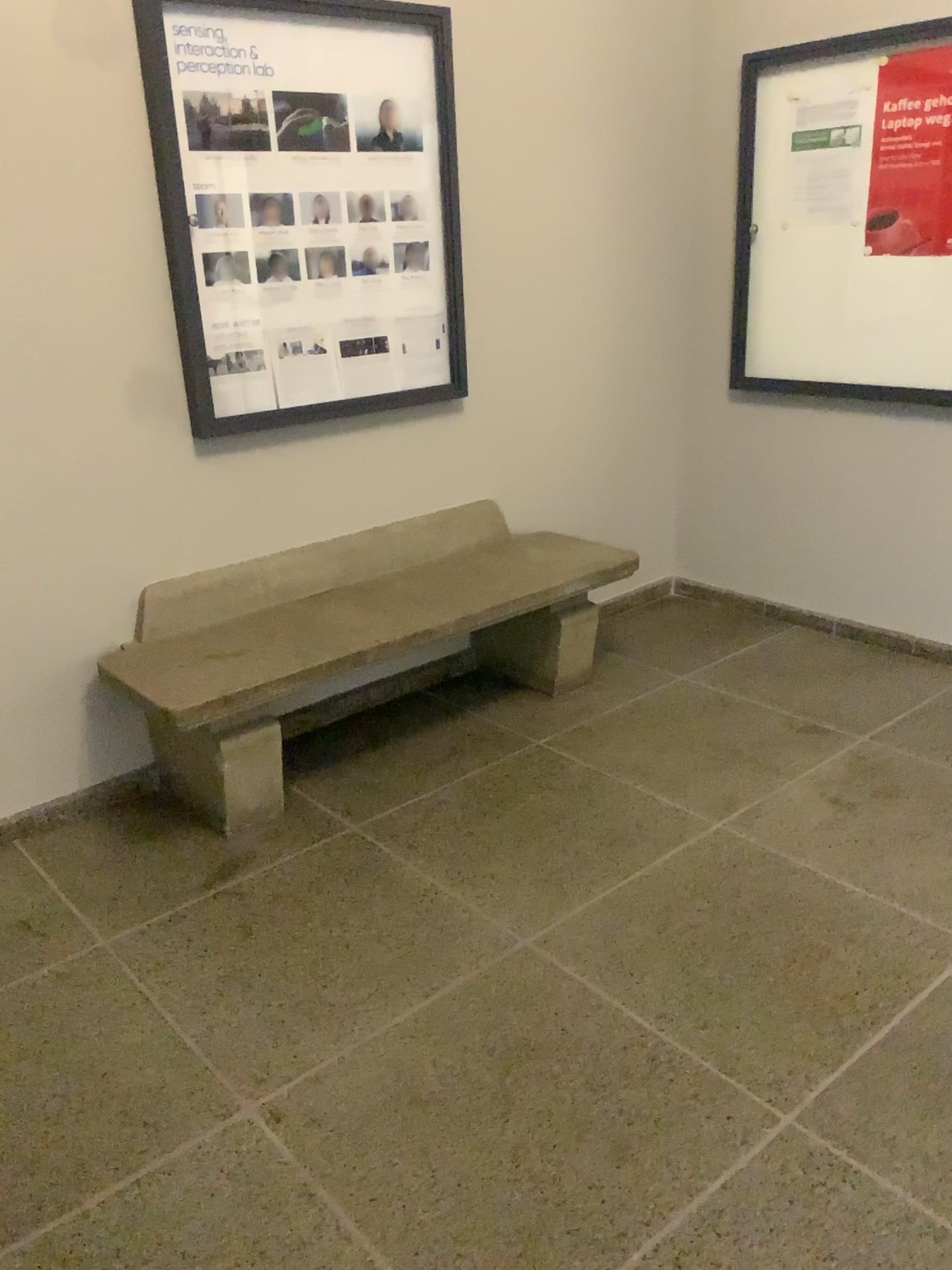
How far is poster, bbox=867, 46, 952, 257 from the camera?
3.2 meters

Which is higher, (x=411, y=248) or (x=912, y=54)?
(x=912, y=54)

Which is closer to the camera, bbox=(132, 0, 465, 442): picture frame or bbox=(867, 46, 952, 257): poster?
bbox=(132, 0, 465, 442): picture frame

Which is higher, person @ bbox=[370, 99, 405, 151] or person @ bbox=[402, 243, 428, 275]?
person @ bbox=[370, 99, 405, 151]

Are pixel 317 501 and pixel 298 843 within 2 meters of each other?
yes

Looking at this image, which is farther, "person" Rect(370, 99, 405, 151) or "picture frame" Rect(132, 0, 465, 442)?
"person" Rect(370, 99, 405, 151)

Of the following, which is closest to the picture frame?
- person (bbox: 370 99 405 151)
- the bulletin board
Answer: person (bbox: 370 99 405 151)

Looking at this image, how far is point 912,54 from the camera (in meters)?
3.21

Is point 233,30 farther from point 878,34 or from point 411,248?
point 878,34

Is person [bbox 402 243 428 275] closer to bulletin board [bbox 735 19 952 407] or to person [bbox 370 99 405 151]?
person [bbox 370 99 405 151]
